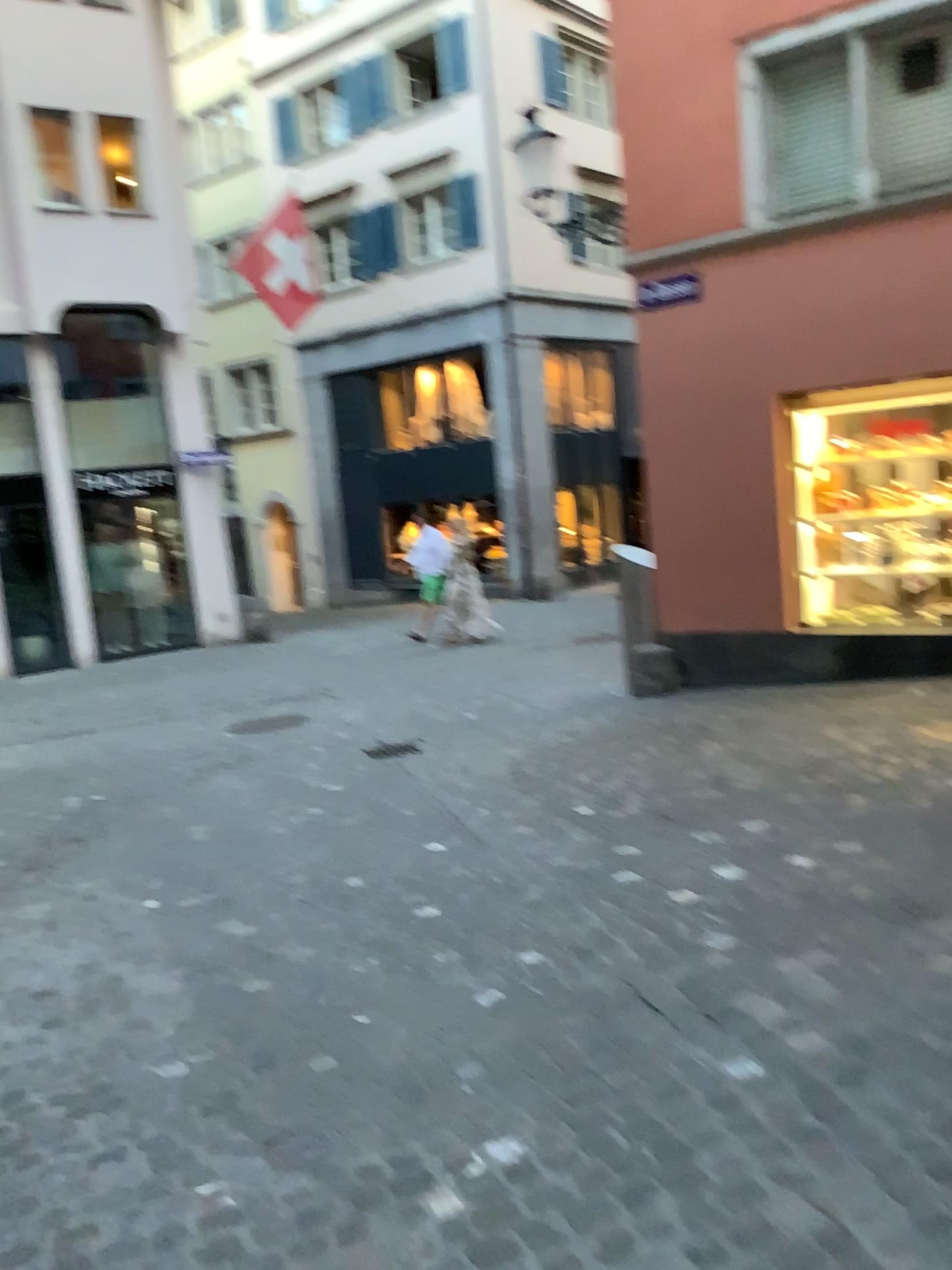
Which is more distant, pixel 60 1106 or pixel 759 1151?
pixel 60 1106
